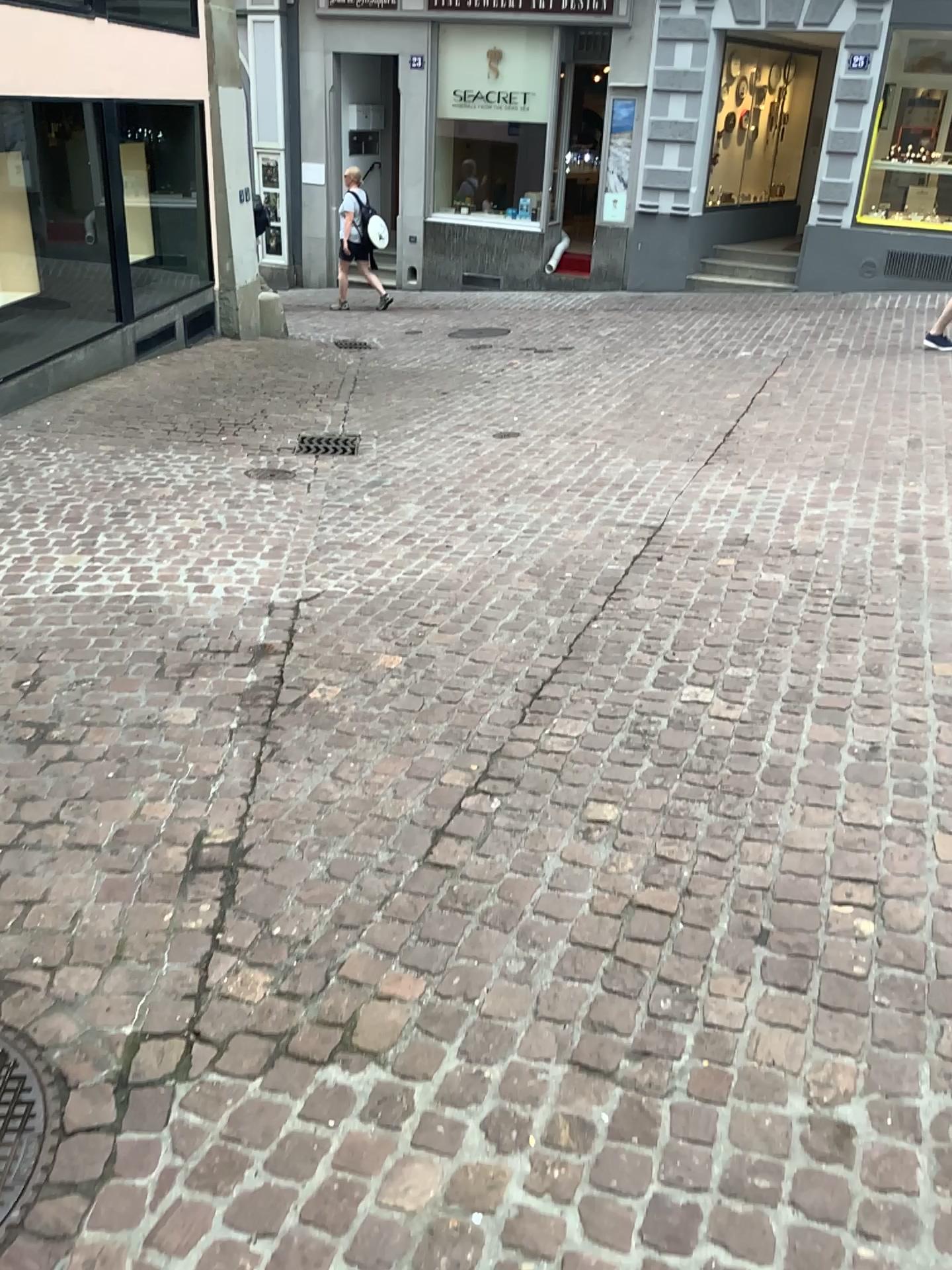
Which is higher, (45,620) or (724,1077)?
(724,1077)

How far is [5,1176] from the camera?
1.7 meters

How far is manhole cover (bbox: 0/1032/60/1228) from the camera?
1.74m
